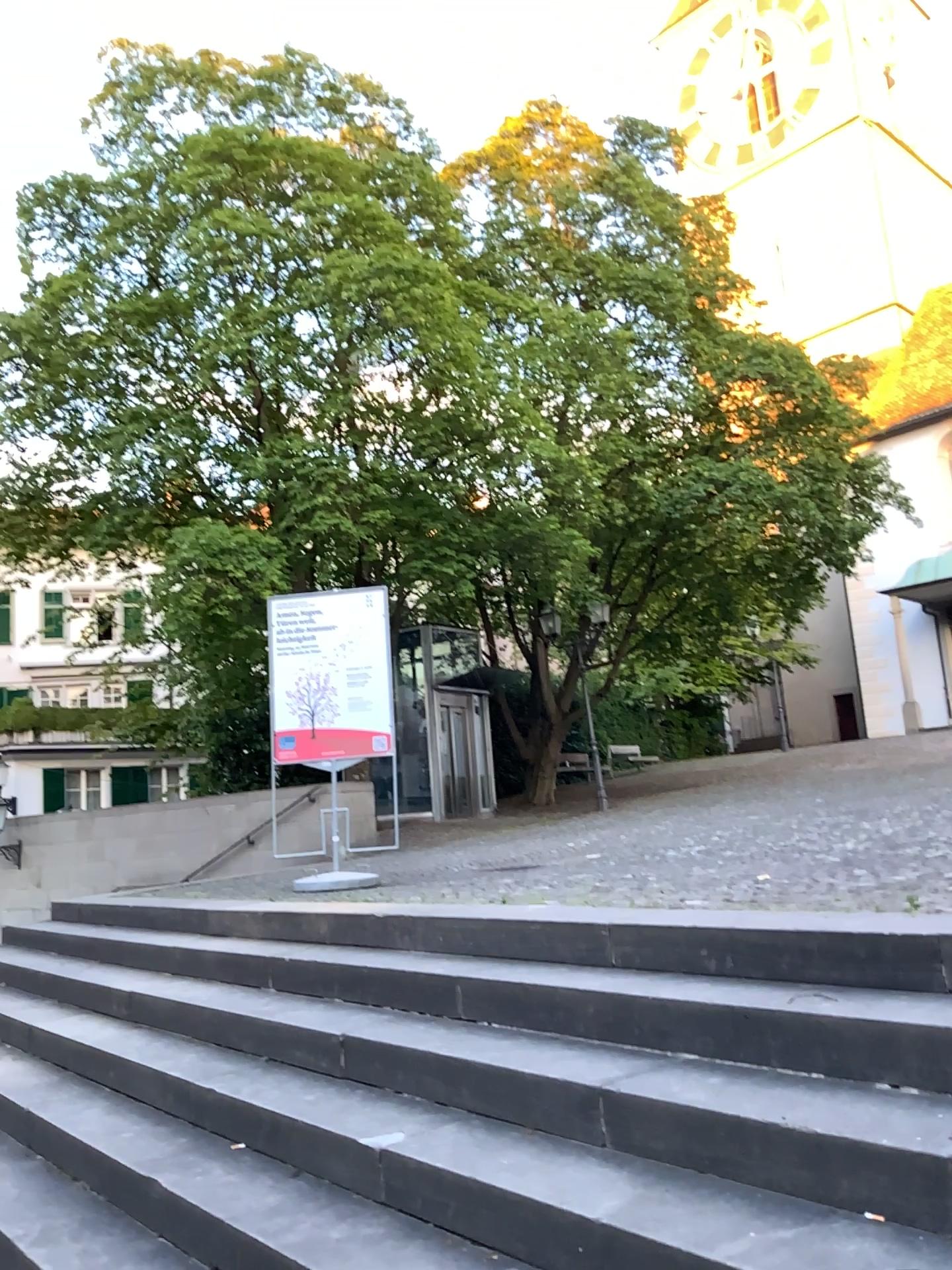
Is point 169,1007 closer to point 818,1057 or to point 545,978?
point 545,978
